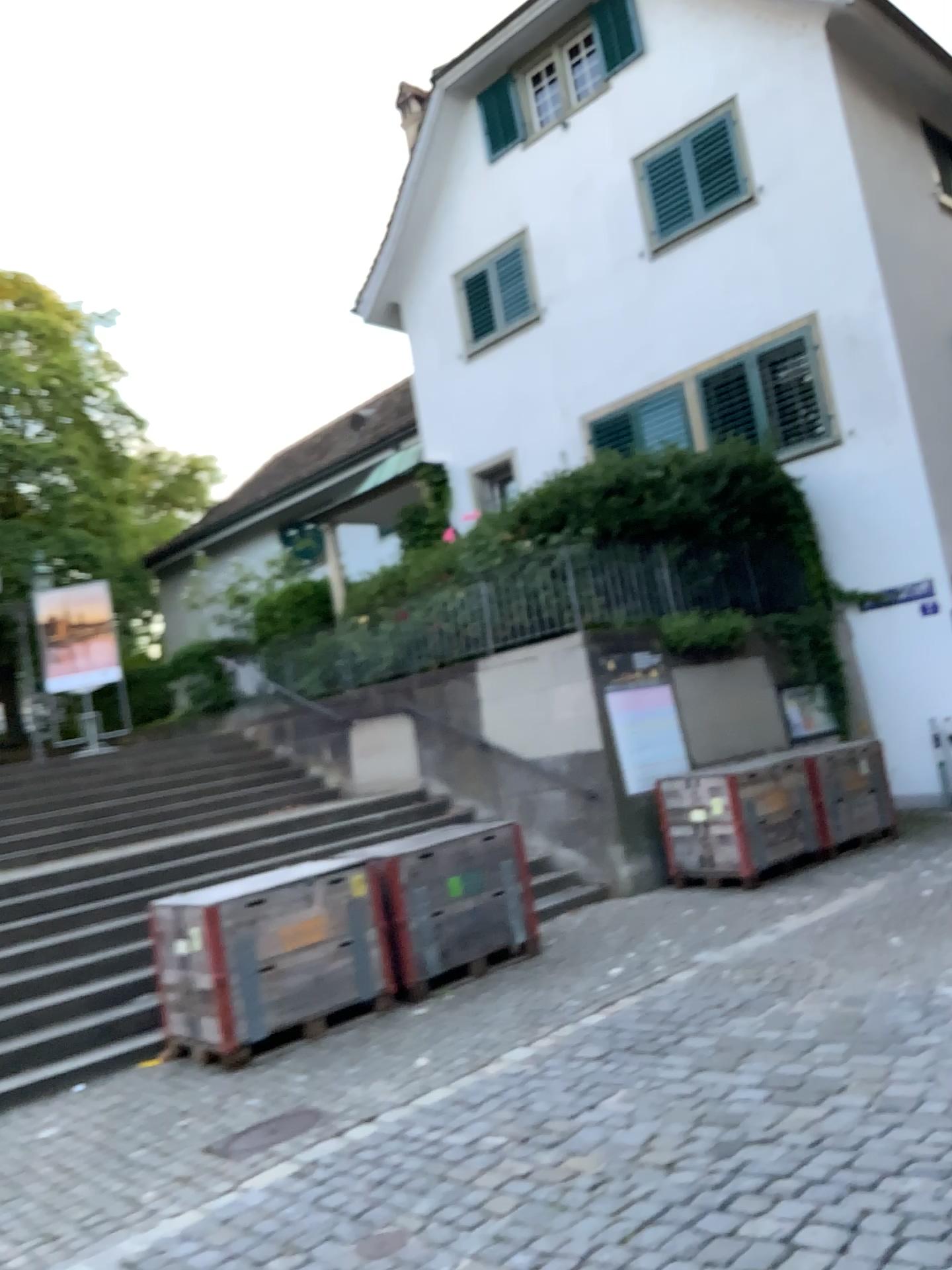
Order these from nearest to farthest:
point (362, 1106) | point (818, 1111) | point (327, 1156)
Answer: point (818, 1111), point (327, 1156), point (362, 1106)
